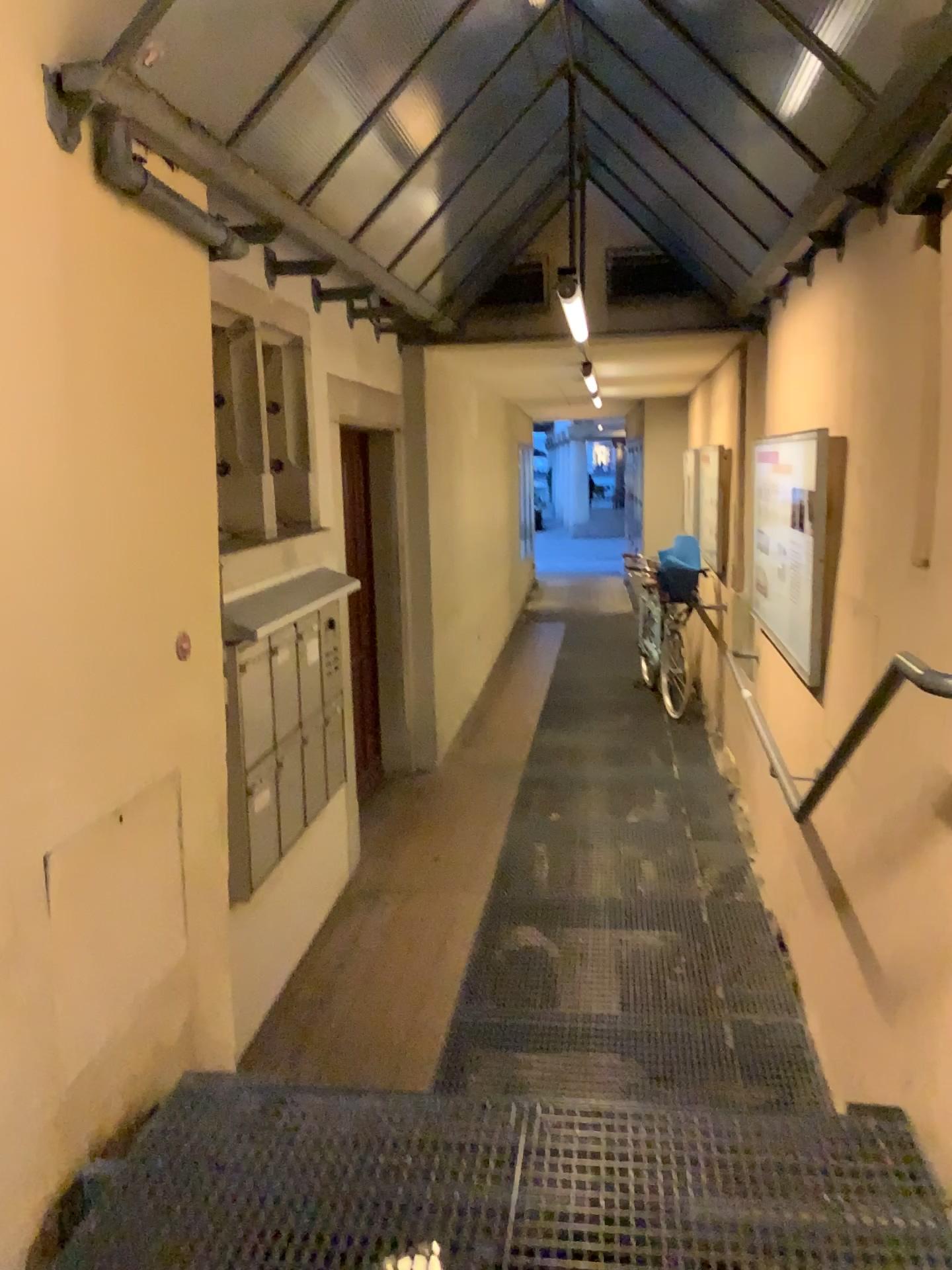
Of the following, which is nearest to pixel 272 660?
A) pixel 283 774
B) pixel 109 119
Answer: pixel 283 774

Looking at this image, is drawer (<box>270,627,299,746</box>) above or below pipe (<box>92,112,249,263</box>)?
below

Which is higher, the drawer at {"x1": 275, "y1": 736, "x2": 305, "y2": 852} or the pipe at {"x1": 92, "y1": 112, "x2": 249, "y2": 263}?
the pipe at {"x1": 92, "y1": 112, "x2": 249, "y2": 263}

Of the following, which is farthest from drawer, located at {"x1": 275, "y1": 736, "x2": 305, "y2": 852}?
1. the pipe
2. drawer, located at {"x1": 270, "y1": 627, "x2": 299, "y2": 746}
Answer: the pipe

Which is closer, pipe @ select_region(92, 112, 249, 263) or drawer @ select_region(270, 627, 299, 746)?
pipe @ select_region(92, 112, 249, 263)

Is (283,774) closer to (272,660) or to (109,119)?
(272,660)

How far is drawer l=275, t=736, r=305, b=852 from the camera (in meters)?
3.68

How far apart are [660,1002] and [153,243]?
2.9 meters

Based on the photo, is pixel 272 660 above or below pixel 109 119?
below

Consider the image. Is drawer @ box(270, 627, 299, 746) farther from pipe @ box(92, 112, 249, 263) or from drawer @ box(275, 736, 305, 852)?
pipe @ box(92, 112, 249, 263)
